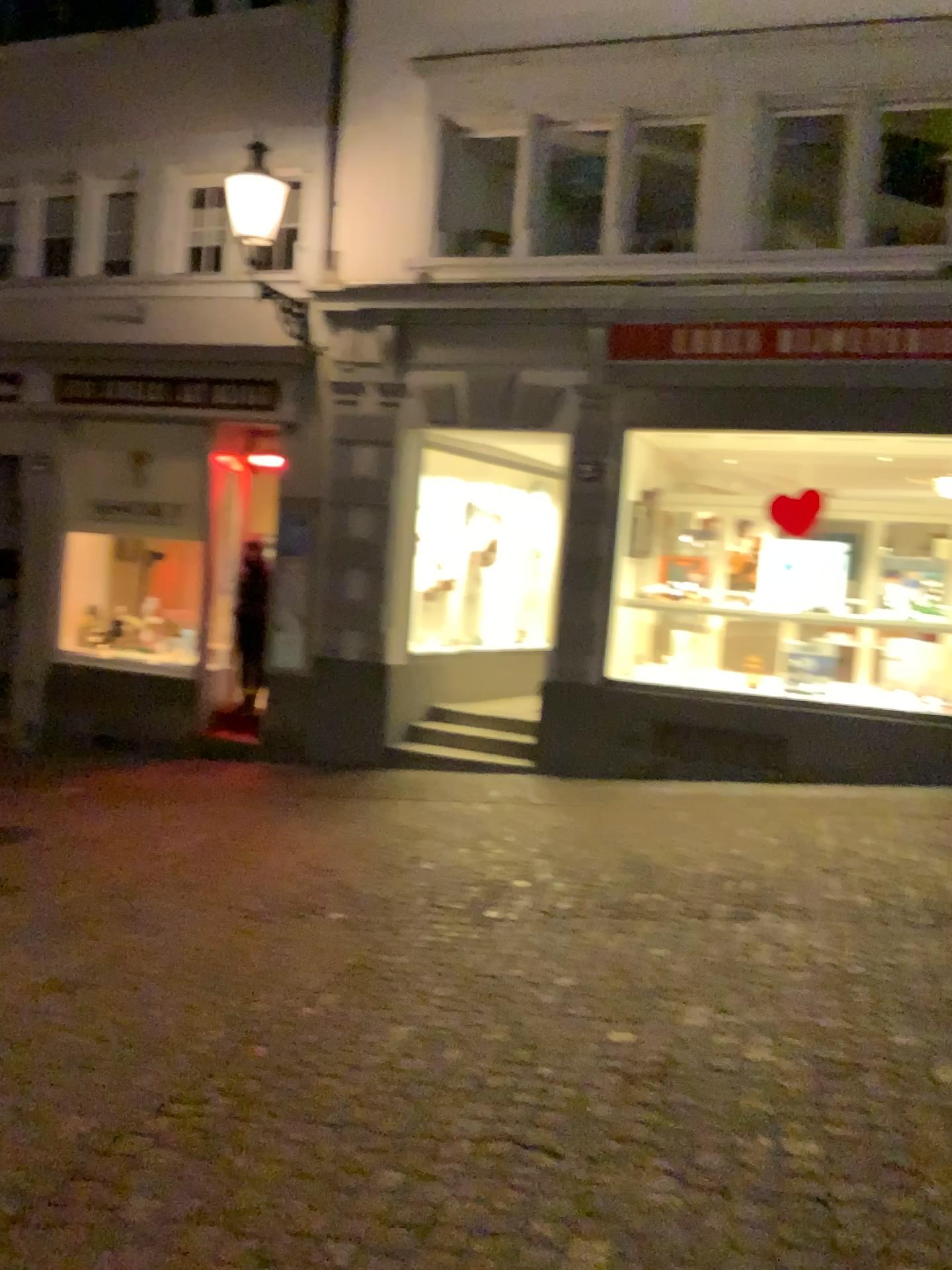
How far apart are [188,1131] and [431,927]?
1.73m
